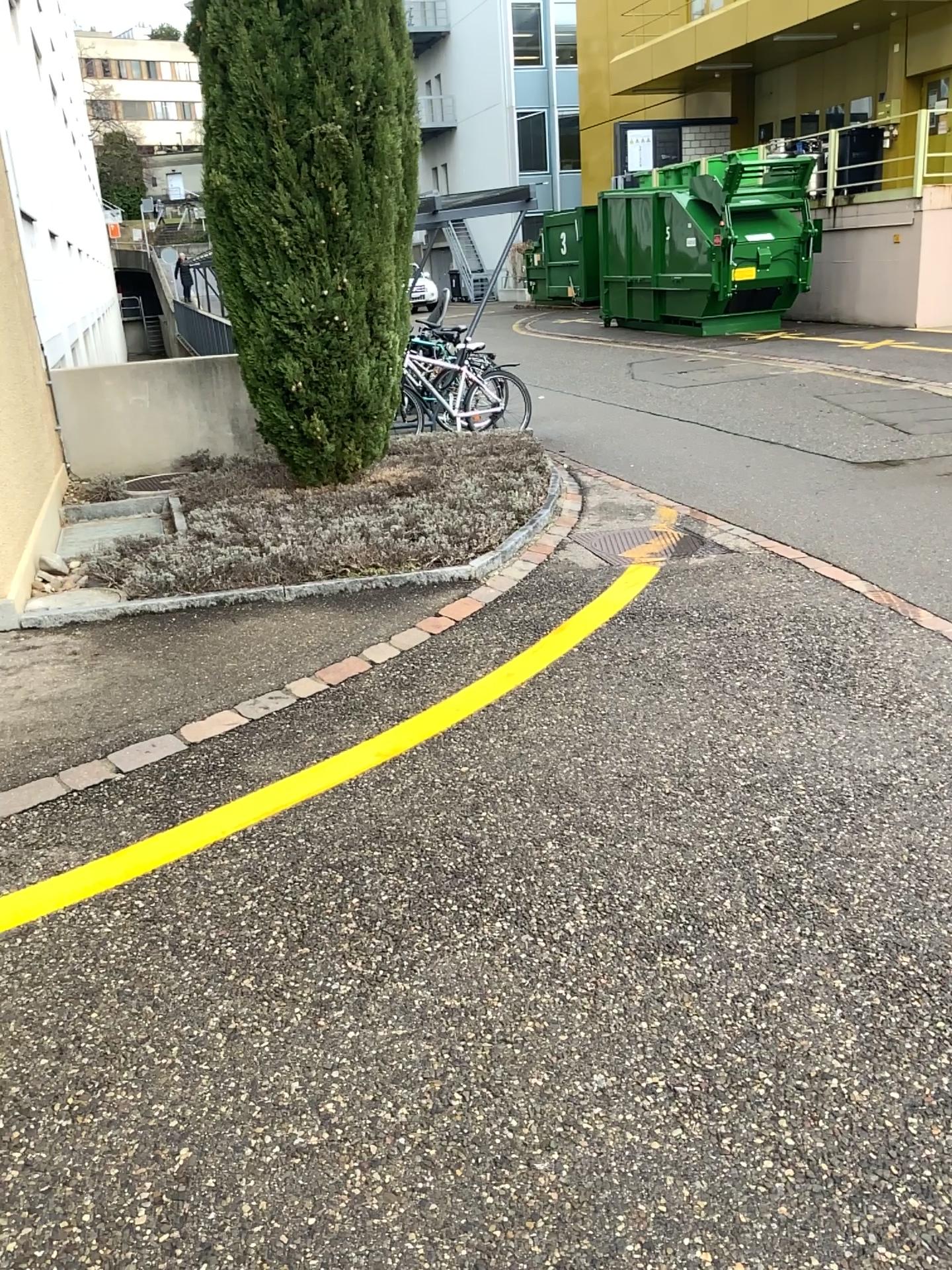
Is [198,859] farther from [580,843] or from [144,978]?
[580,843]
